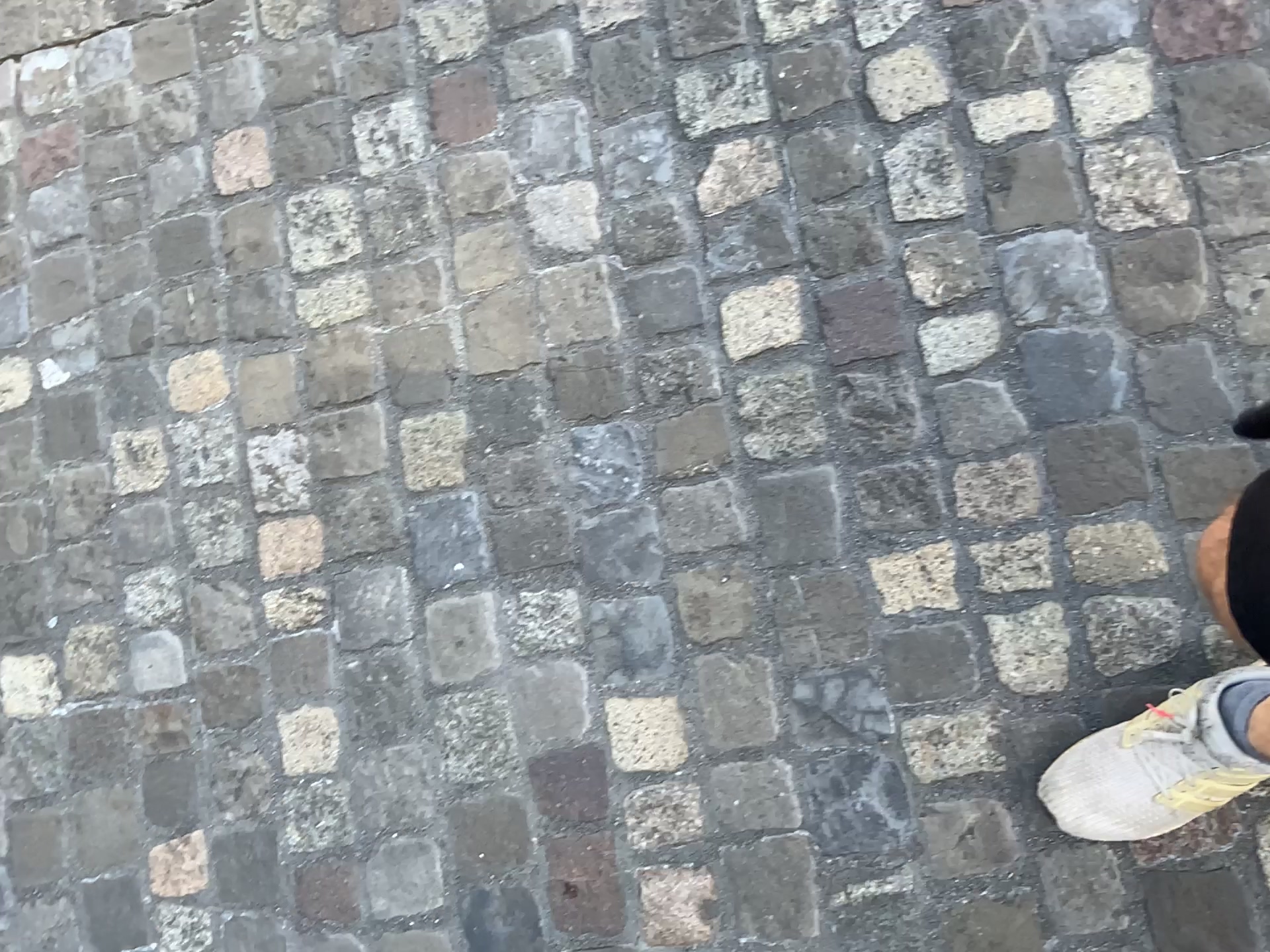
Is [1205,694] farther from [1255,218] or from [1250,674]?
[1255,218]

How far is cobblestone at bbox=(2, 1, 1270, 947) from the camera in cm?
111

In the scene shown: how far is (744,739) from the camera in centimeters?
117cm

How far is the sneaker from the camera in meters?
1.0 m

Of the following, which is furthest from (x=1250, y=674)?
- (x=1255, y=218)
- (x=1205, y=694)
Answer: (x=1255, y=218)

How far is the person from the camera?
1.0m

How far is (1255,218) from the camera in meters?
1.1
